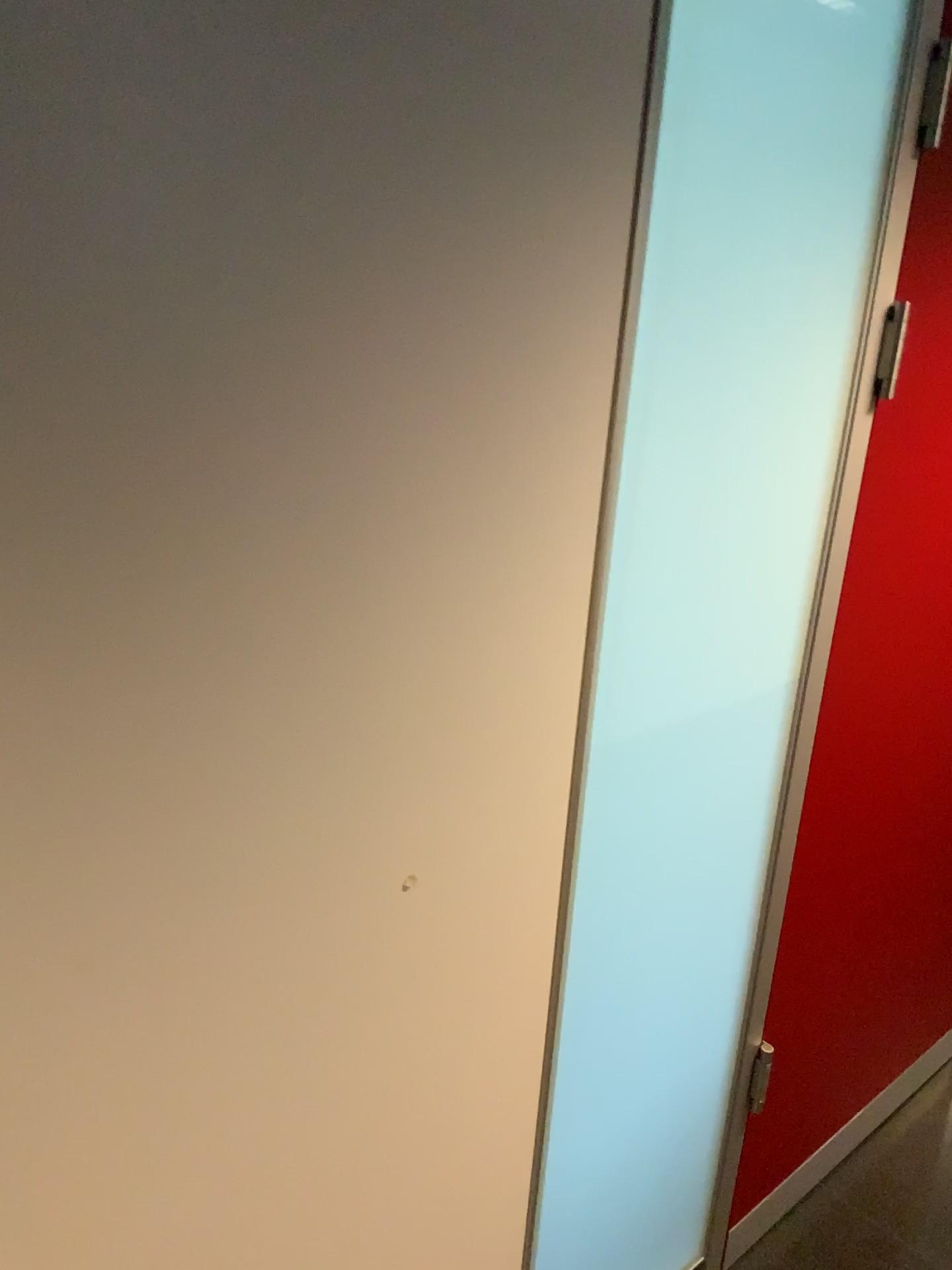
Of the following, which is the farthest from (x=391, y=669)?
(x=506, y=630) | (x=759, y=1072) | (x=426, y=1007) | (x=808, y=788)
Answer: (x=759, y=1072)

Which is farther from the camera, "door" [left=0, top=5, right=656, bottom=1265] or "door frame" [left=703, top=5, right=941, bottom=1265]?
"door frame" [left=703, top=5, right=941, bottom=1265]

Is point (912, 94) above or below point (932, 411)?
above

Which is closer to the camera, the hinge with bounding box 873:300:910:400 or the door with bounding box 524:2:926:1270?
the door with bounding box 524:2:926:1270

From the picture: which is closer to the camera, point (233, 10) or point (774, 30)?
point (233, 10)

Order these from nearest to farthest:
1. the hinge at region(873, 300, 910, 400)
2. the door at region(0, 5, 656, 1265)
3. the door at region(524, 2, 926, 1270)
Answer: the door at region(0, 5, 656, 1265) < the door at region(524, 2, 926, 1270) < the hinge at region(873, 300, 910, 400)

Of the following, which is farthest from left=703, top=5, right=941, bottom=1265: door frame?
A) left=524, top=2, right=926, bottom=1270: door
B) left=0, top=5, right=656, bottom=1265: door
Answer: left=0, top=5, right=656, bottom=1265: door

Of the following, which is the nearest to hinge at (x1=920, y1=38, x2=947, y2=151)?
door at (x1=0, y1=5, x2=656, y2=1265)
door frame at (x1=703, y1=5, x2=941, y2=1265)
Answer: door frame at (x1=703, y1=5, x2=941, y2=1265)

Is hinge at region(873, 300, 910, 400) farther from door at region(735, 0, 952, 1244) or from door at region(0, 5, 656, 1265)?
door at region(0, 5, 656, 1265)

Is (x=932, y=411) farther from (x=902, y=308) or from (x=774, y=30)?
(x=774, y=30)
